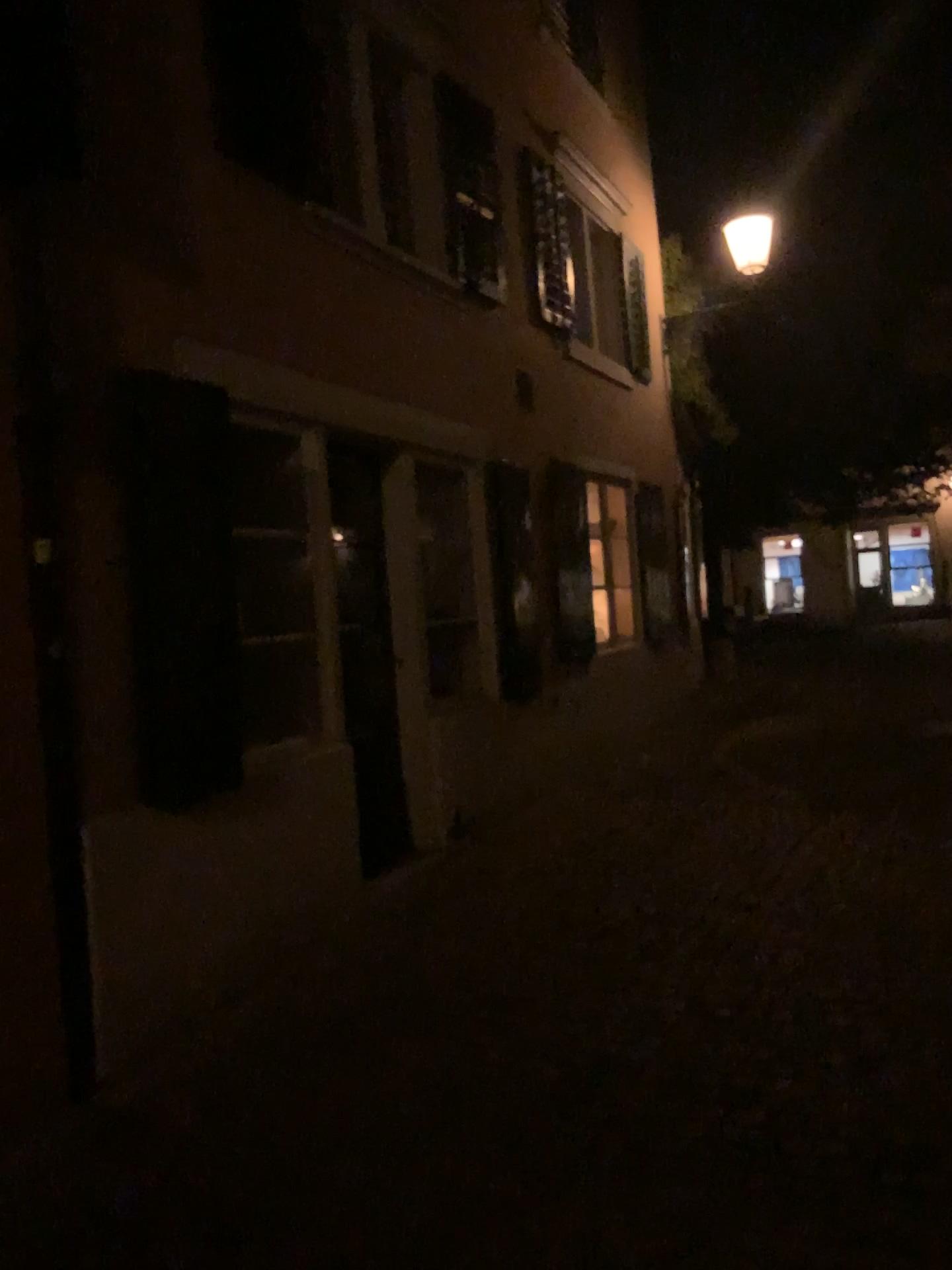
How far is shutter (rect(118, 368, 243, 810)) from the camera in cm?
373

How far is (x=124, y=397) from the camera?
3.7m

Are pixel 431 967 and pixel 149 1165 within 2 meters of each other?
yes
